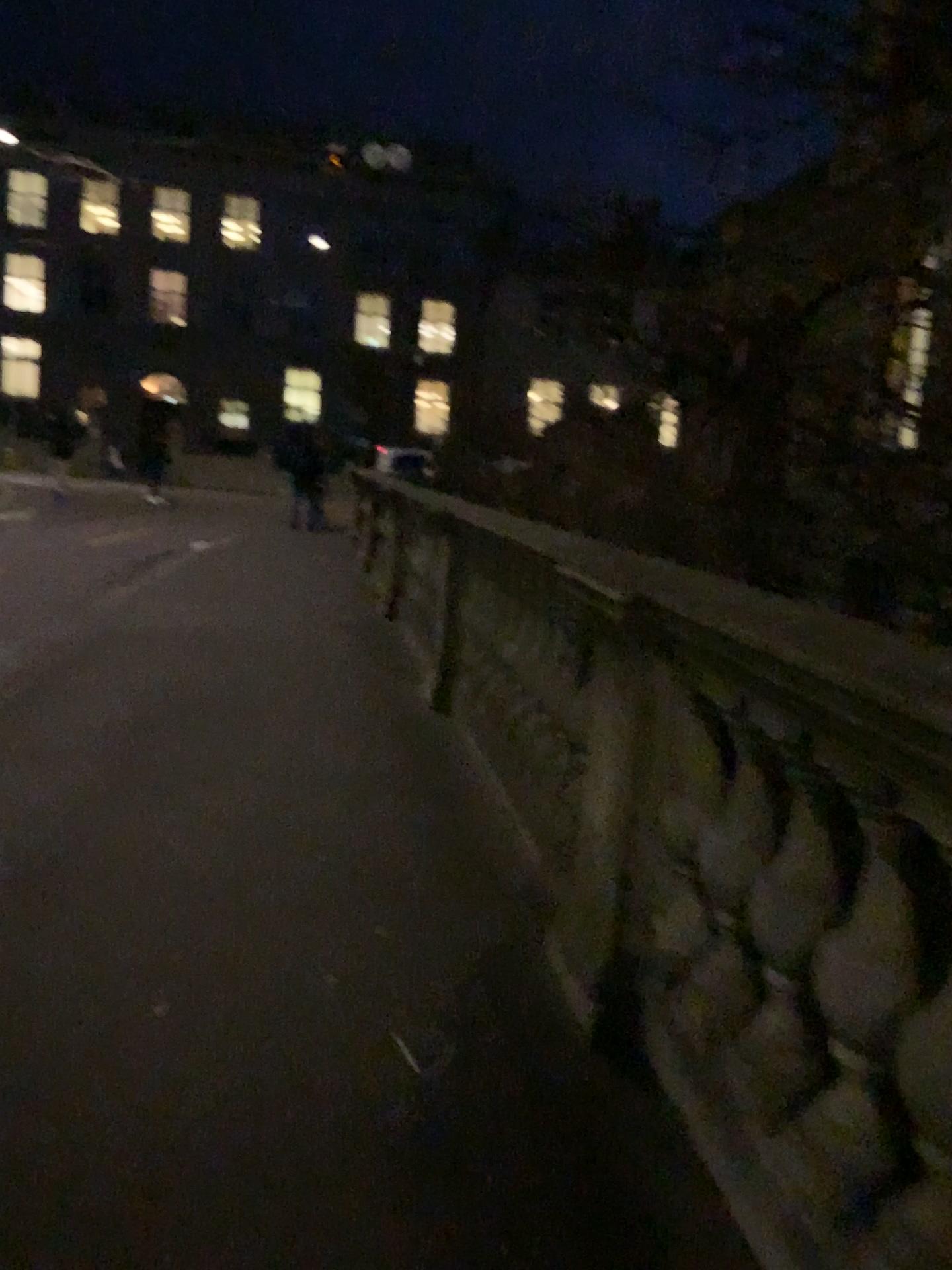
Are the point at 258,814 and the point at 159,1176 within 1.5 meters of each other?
no
